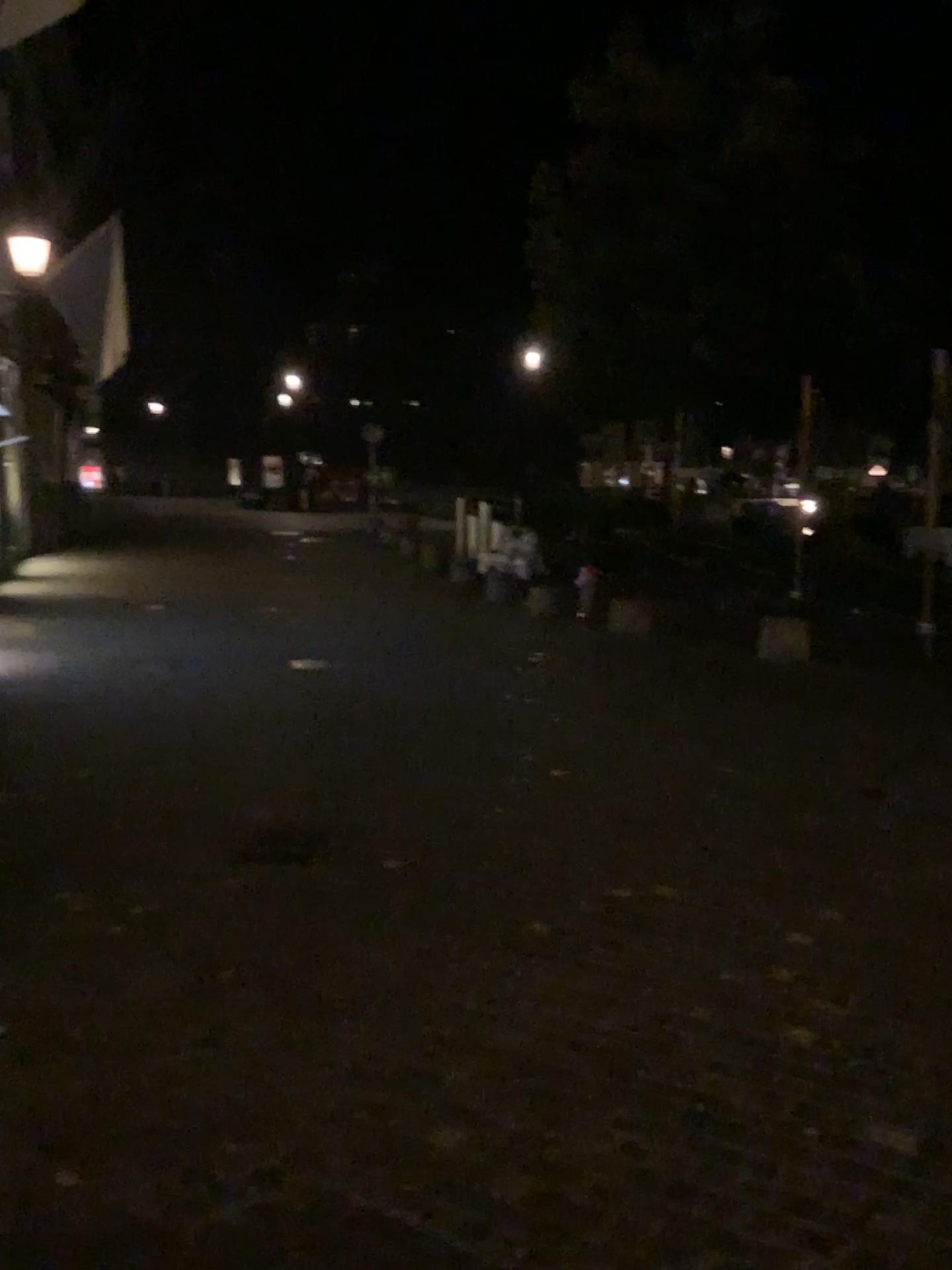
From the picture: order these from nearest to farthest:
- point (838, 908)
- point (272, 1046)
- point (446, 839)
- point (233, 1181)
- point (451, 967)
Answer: point (233, 1181)
point (272, 1046)
point (451, 967)
point (838, 908)
point (446, 839)
